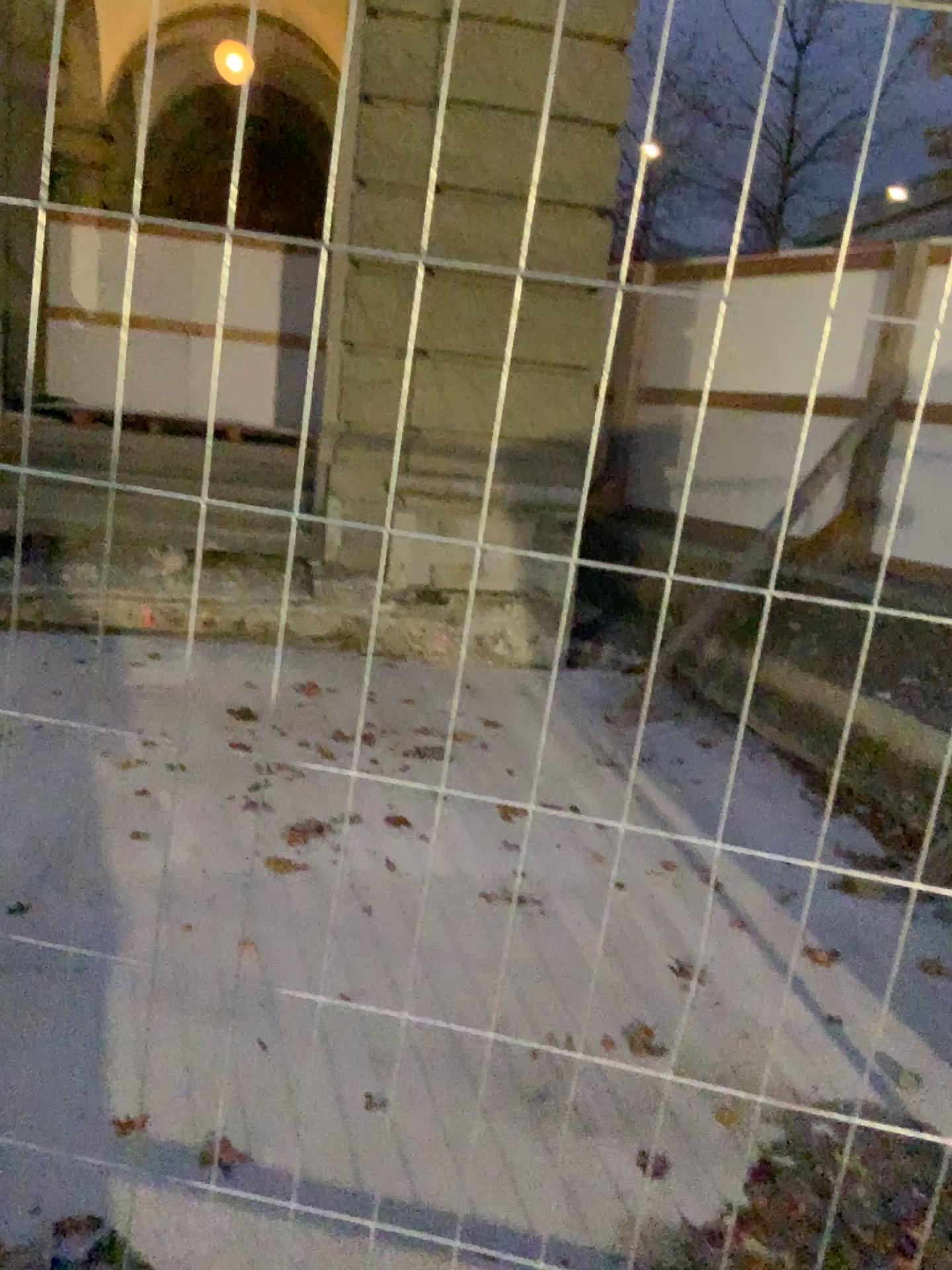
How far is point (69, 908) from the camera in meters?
3.1
